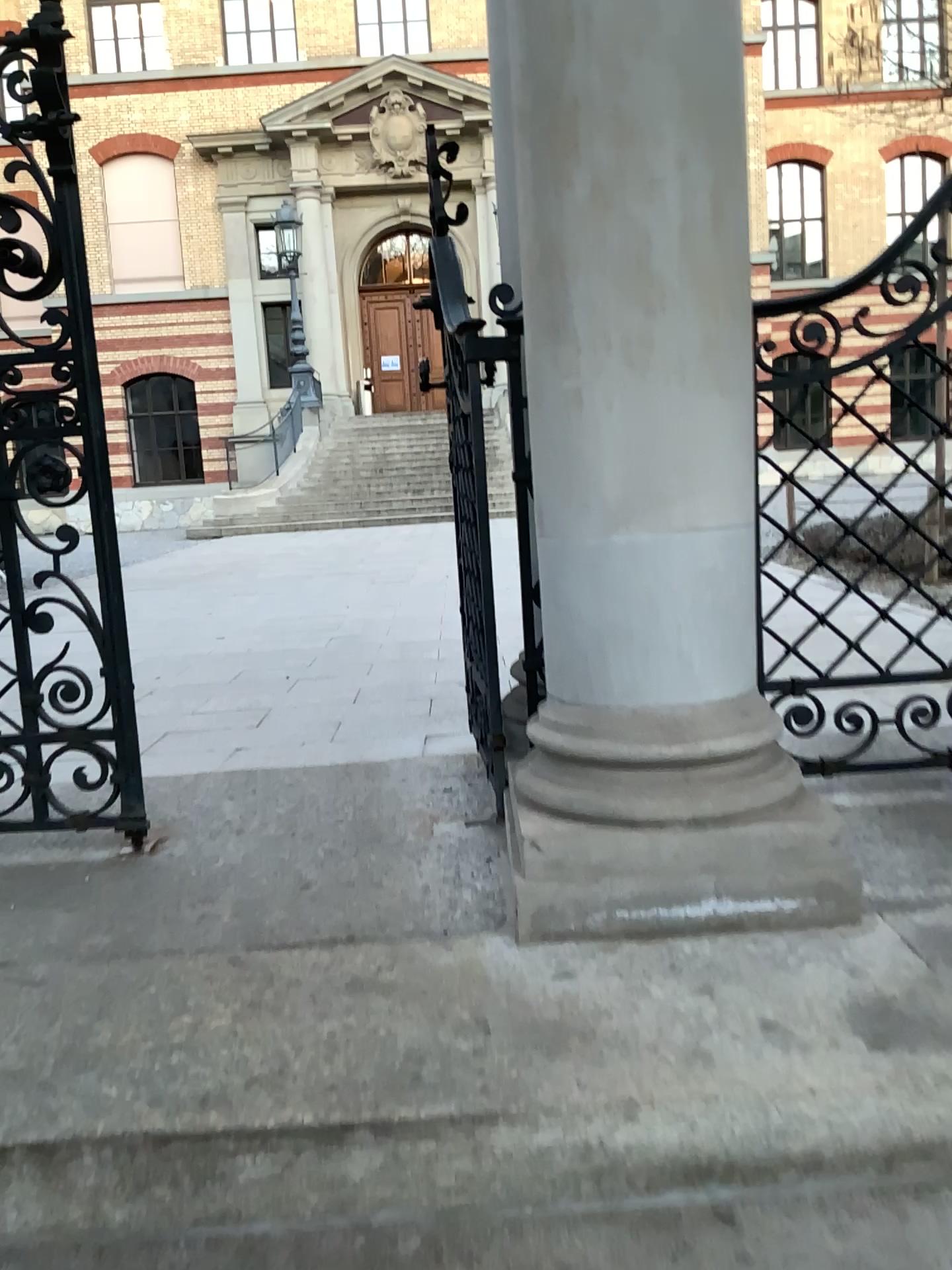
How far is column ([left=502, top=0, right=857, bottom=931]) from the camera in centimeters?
168cm

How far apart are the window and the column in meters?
0.5 m

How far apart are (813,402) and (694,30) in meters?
0.9 m

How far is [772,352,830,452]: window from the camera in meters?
2.3

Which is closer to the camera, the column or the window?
the column

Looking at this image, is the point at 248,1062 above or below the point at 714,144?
below

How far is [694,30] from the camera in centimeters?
168cm

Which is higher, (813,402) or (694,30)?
Result: (694,30)
